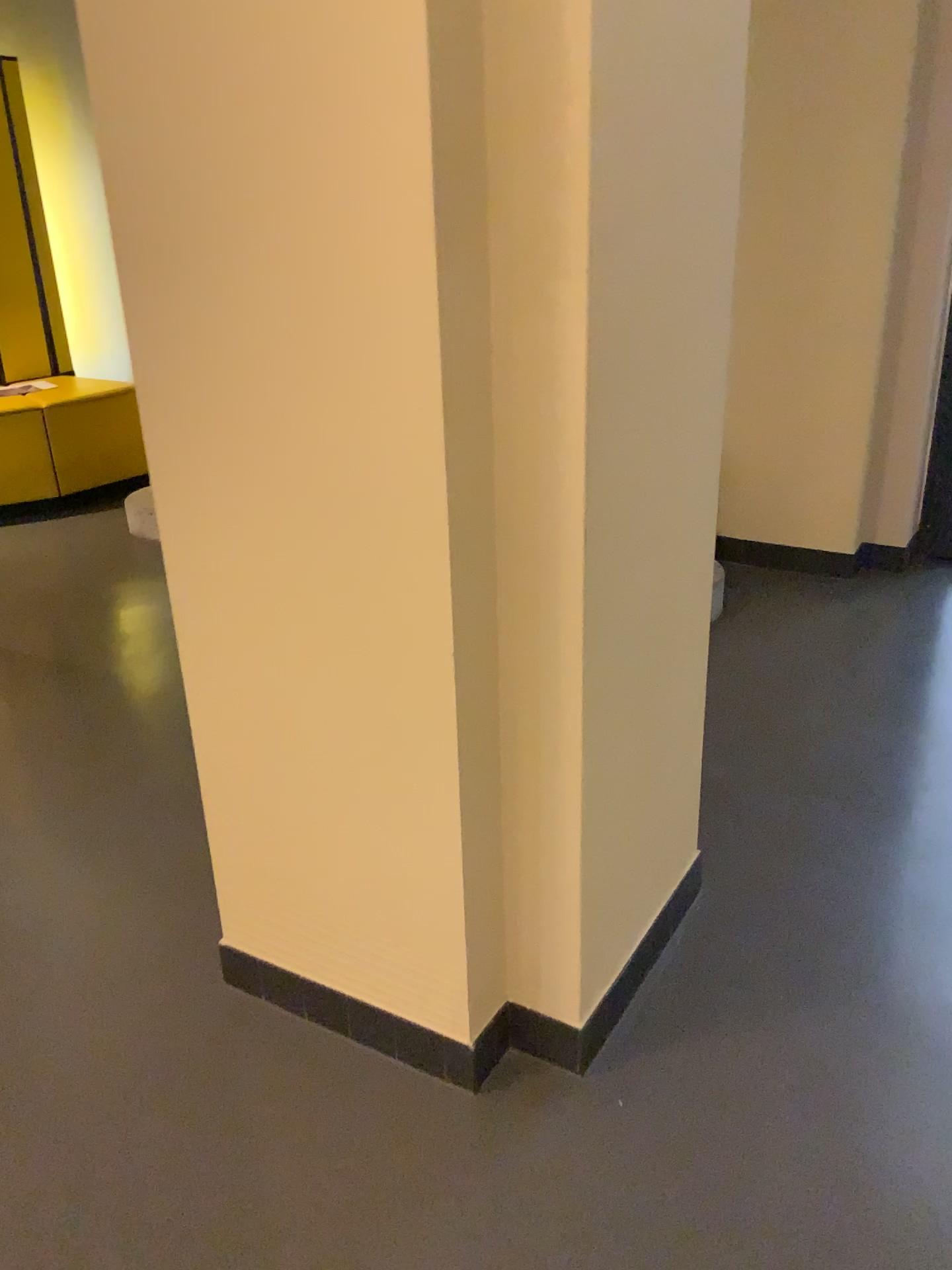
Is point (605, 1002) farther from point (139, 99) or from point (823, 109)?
point (823, 109)
